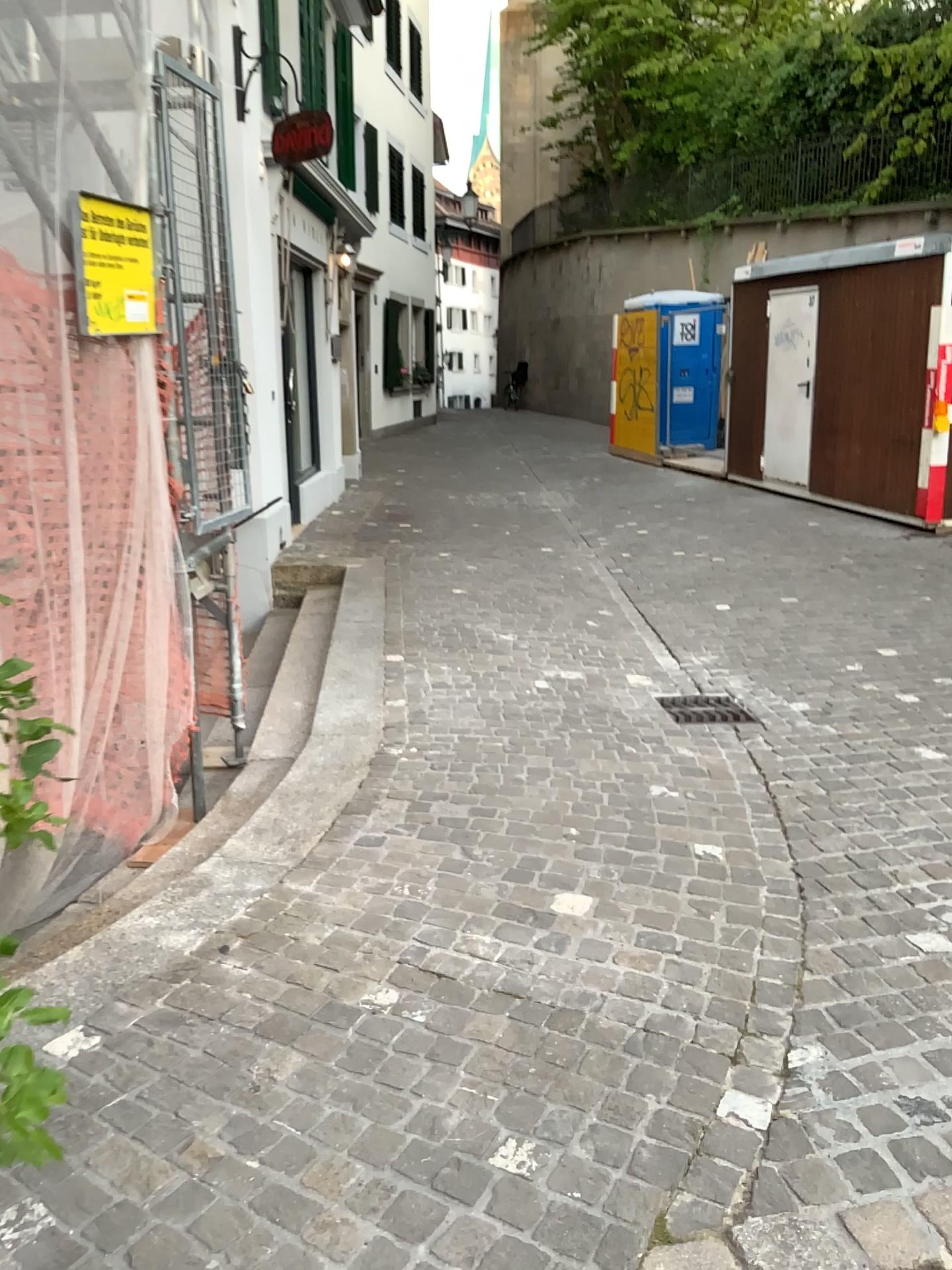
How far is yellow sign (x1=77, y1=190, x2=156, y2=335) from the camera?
3.26m

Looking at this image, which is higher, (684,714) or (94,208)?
(94,208)

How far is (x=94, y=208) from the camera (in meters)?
3.26

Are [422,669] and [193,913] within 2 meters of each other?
no

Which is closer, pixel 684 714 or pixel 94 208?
pixel 94 208

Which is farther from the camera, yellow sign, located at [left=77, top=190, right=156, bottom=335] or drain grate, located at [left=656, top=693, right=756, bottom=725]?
drain grate, located at [left=656, top=693, right=756, bottom=725]

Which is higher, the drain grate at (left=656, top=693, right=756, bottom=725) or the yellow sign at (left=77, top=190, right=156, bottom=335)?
the yellow sign at (left=77, top=190, right=156, bottom=335)
